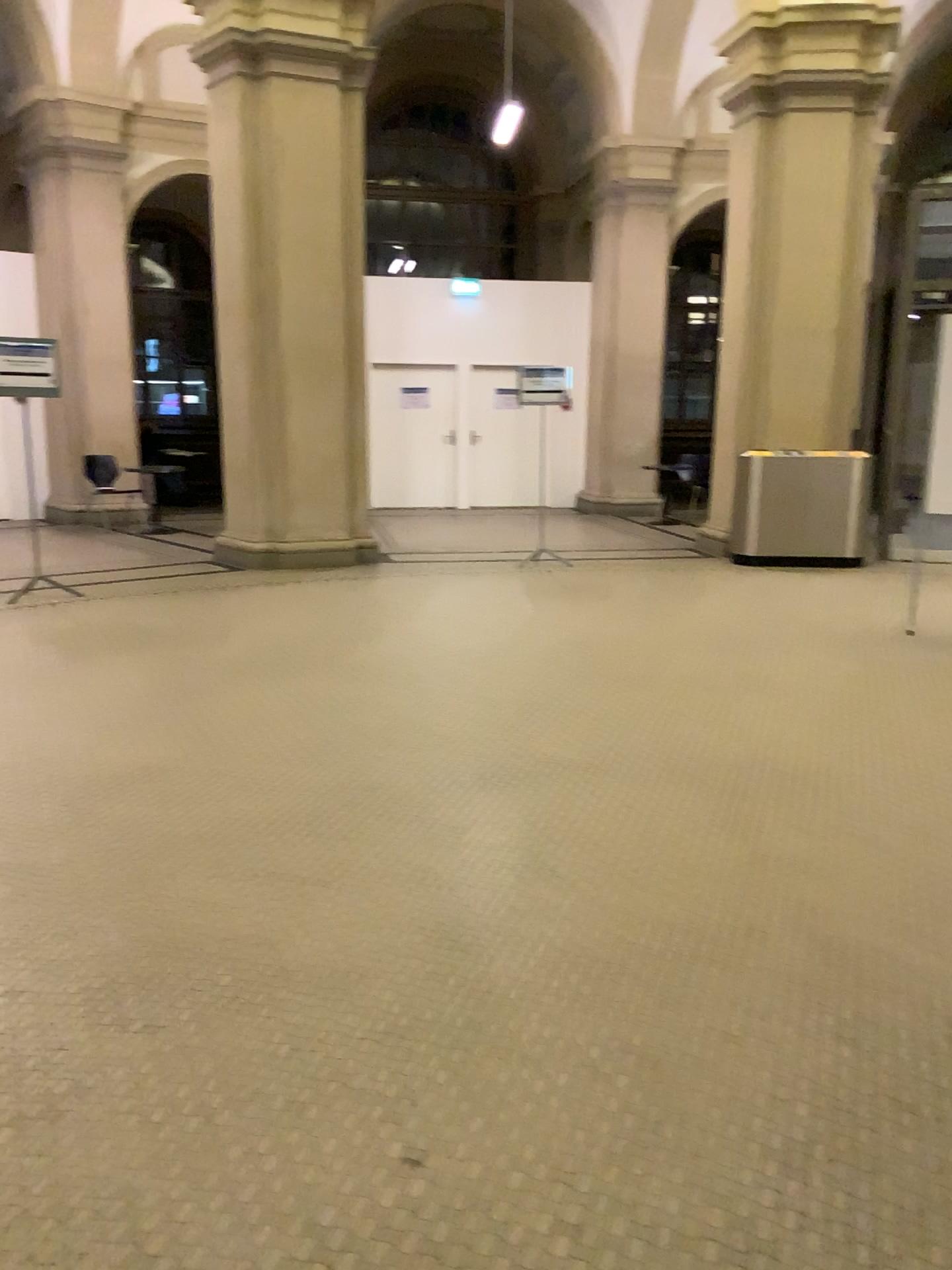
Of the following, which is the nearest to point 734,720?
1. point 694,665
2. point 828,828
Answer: point 694,665
